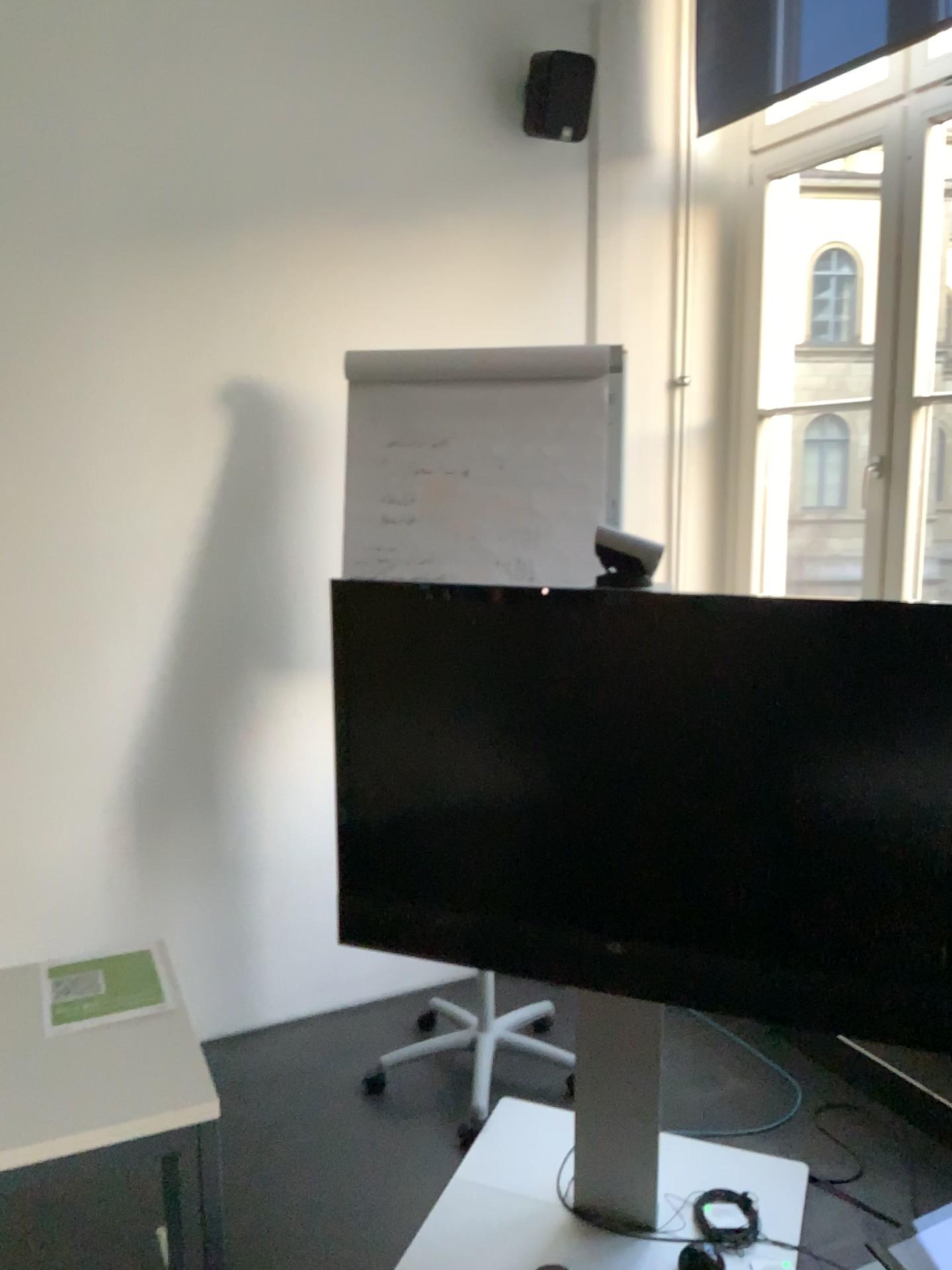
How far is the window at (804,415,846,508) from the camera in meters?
3.8

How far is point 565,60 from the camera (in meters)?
3.00

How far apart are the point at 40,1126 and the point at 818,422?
3.3m

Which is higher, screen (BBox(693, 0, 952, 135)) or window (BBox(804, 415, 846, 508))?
screen (BBox(693, 0, 952, 135))

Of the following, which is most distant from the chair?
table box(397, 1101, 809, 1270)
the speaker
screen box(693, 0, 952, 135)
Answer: screen box(693, 0, 952, 135)

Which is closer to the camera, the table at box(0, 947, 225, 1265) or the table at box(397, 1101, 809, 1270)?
the table at box(0, 947, 225, 1265)

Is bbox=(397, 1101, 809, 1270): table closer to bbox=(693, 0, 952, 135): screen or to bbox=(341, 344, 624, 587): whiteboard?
bbox=(341, 344, 624, 587): whiteboard

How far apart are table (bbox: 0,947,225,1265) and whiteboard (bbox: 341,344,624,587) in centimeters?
126cm

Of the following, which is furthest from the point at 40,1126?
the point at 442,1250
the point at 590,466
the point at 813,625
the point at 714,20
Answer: the point at 714,20

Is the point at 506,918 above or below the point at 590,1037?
above
